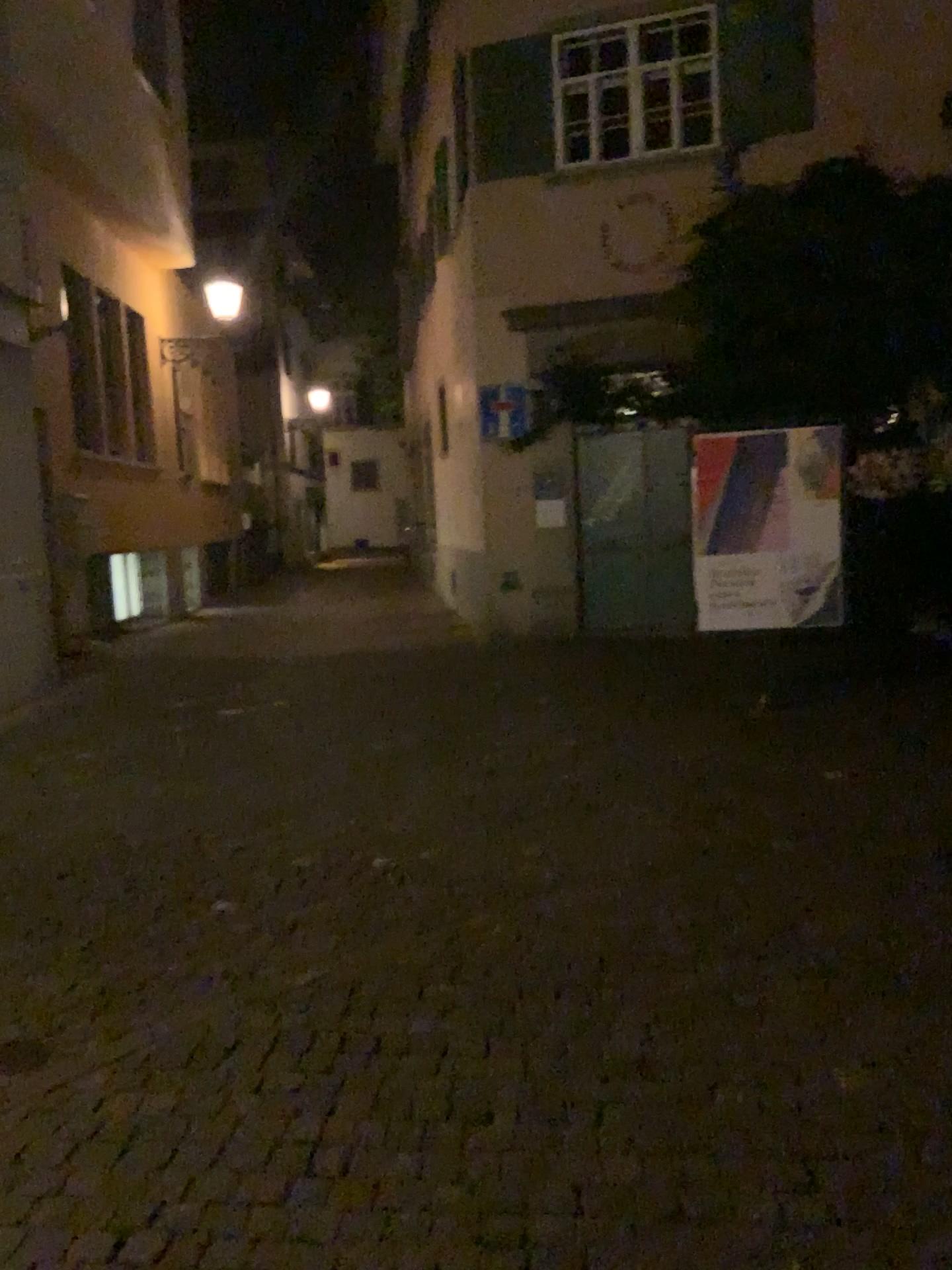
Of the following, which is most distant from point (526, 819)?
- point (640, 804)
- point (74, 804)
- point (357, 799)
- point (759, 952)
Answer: point (74, 804)
